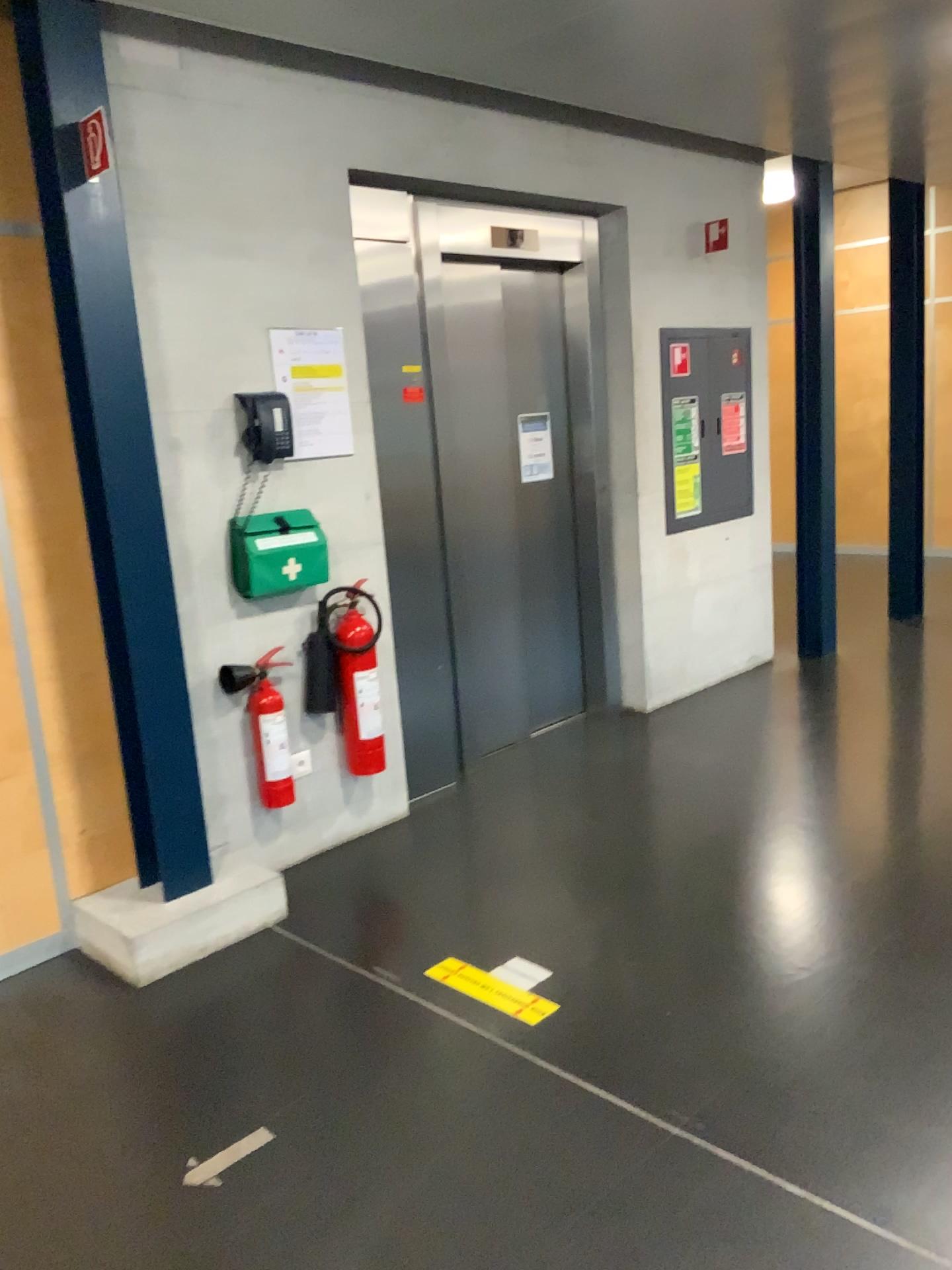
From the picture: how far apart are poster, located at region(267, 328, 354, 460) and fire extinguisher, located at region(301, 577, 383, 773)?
0.5m

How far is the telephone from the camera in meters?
3.3

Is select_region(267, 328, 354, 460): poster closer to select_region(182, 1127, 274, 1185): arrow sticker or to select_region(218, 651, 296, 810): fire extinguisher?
select_region(218, 651, 296, 810): fire extinguisher

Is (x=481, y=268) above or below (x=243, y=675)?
above

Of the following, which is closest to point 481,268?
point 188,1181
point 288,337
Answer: point 288,337

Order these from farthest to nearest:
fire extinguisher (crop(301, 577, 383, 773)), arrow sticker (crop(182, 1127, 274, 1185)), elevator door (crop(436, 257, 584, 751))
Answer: elevator door (crop(436, 257, 584, 751)) → fire extinguisher (crop(301, 577, 383, 773)) → arrow sticker (crop(182, 1127, 274, 1185))

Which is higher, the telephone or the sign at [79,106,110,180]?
the sign at [79,106,110,180]

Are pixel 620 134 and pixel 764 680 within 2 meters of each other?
no

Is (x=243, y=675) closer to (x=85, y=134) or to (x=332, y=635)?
(x=332, y=635)

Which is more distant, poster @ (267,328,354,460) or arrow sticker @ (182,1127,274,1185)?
poster @ (267,328,354,460)
